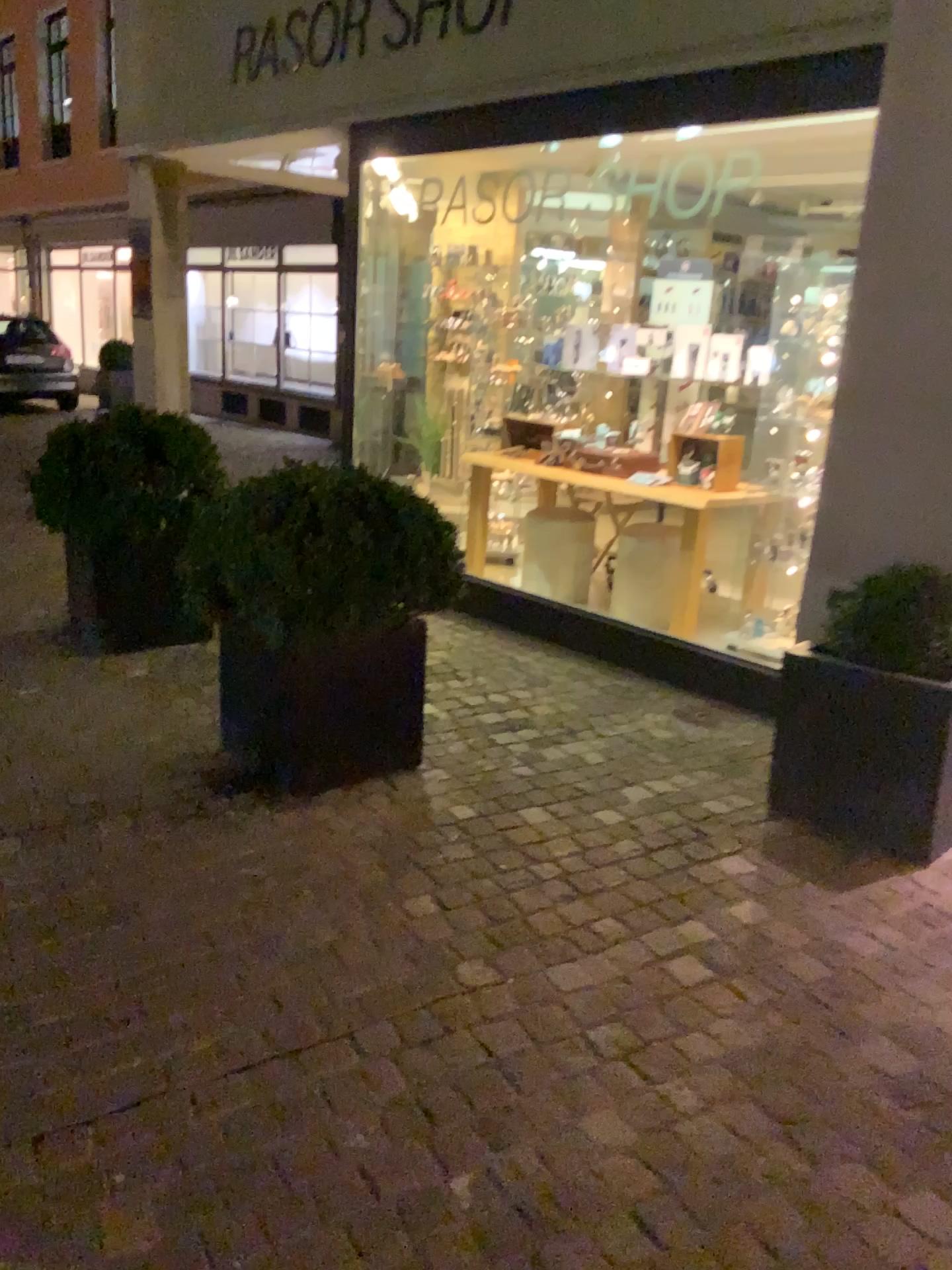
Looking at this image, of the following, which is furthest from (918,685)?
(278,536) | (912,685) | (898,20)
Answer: (898,20)

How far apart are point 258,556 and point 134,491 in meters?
1.6

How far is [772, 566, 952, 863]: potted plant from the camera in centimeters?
290cm

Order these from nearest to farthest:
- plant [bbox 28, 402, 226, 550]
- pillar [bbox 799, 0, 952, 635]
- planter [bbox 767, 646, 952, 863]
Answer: planter [bbox 767, 646, 952, 863], pillar [bbox 799, 0, 952, 635], plant [bbox 28, 402, 226, 550]

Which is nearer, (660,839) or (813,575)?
(660,839)

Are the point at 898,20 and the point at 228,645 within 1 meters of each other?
no

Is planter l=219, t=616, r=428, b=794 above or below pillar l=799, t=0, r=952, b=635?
below

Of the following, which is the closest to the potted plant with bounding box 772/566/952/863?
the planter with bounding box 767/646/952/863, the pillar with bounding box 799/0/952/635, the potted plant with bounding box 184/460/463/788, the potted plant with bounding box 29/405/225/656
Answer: the planter with bounding box 767/646/952/863

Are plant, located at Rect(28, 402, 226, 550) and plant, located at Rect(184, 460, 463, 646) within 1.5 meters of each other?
yes

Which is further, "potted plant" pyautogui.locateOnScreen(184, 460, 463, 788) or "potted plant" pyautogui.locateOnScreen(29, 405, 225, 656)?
"potted plant" pyautogui.locateOnScreen(29, 405, 225, 656)
